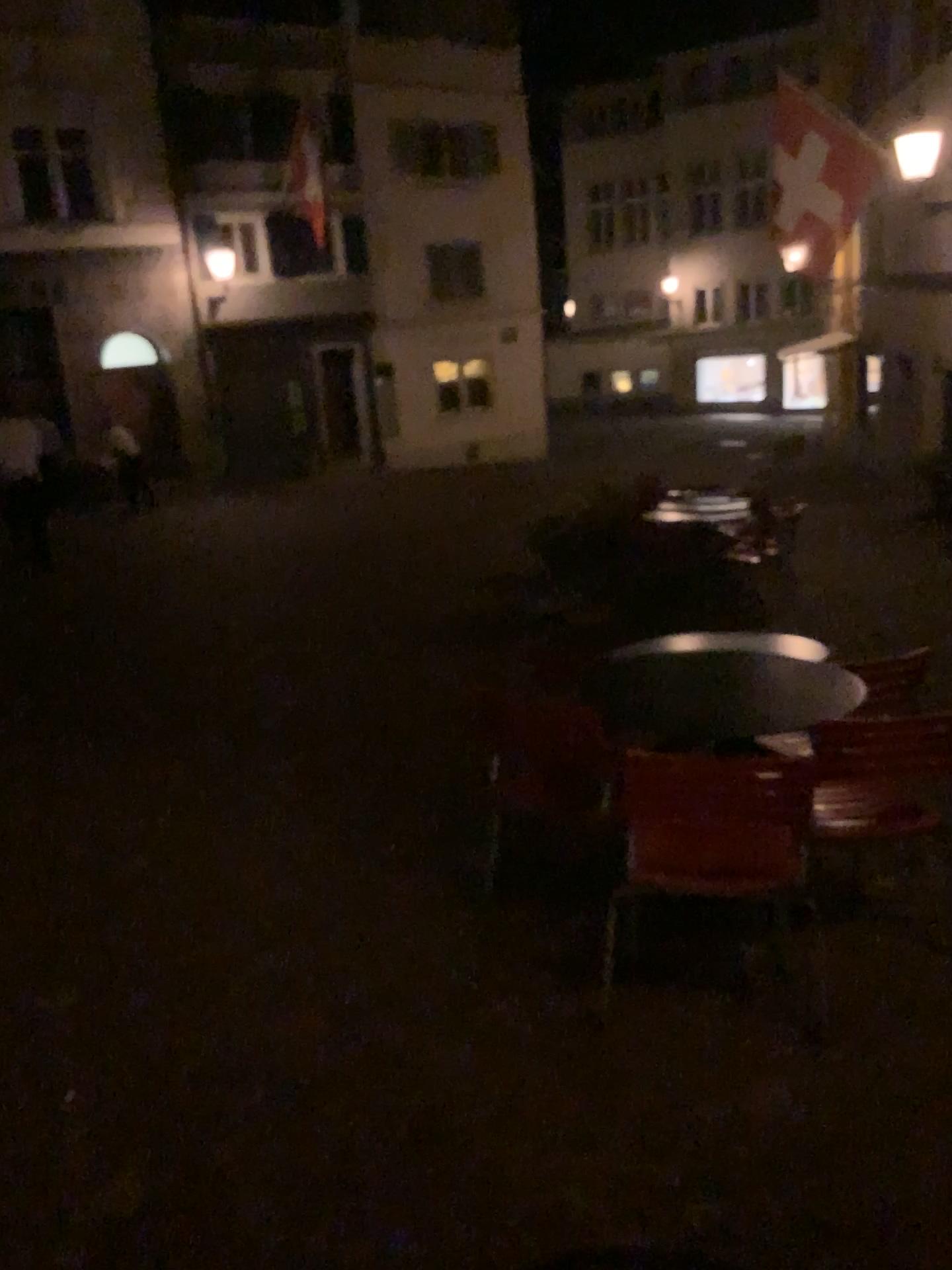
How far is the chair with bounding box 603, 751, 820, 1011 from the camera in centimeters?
253cm

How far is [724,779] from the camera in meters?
2.5 m

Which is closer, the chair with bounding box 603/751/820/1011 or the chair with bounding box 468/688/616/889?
the chair with bounding box 603/751/820/1011

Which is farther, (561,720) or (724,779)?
(561,720)

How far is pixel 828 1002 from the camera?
2.8m
